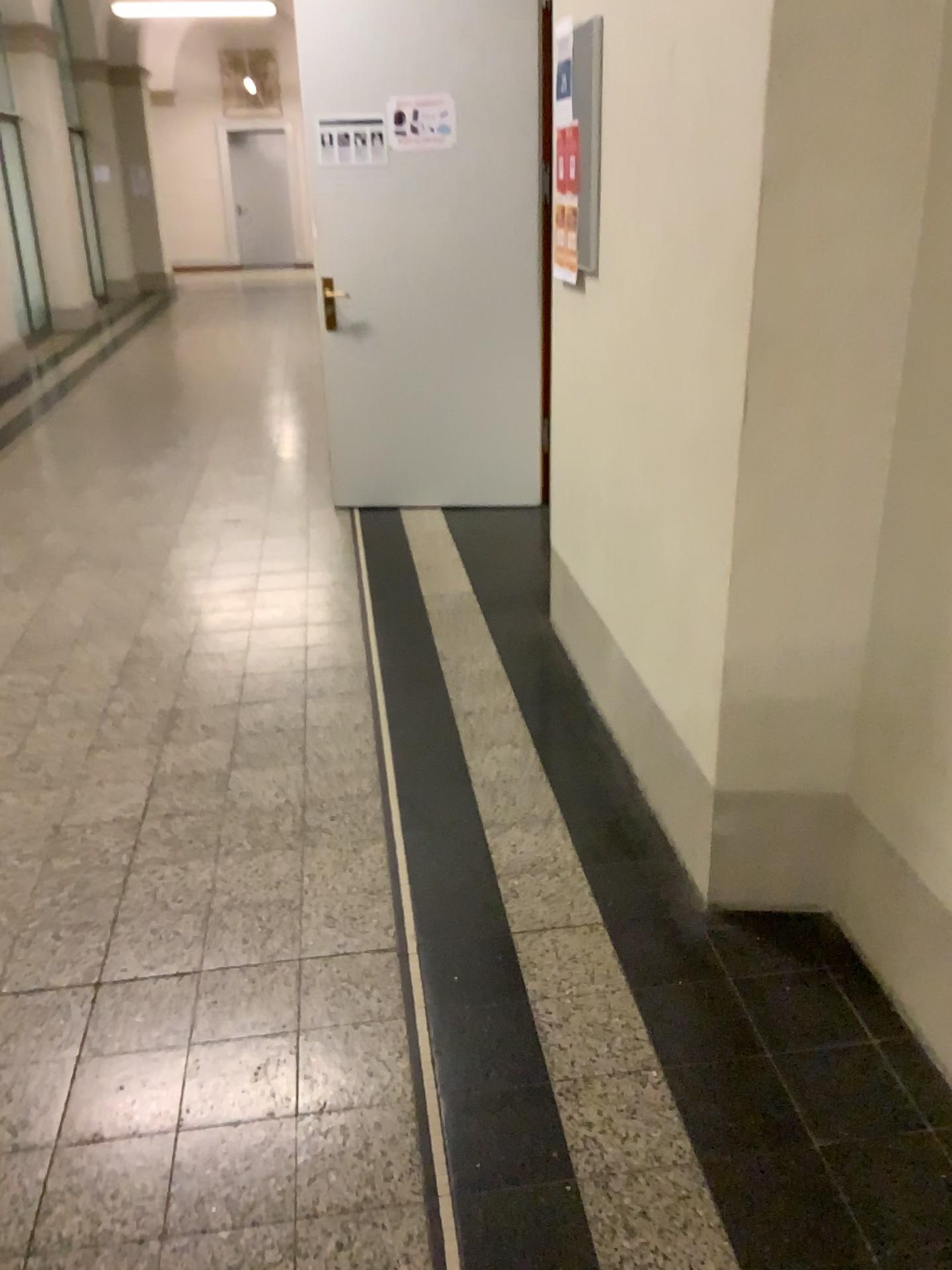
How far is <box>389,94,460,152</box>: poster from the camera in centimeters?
453cm

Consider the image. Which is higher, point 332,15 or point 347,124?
point 332,15

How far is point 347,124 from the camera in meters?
4.6

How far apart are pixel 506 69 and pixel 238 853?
3.5m

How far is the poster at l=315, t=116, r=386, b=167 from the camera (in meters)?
4.58

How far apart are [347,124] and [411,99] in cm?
30
